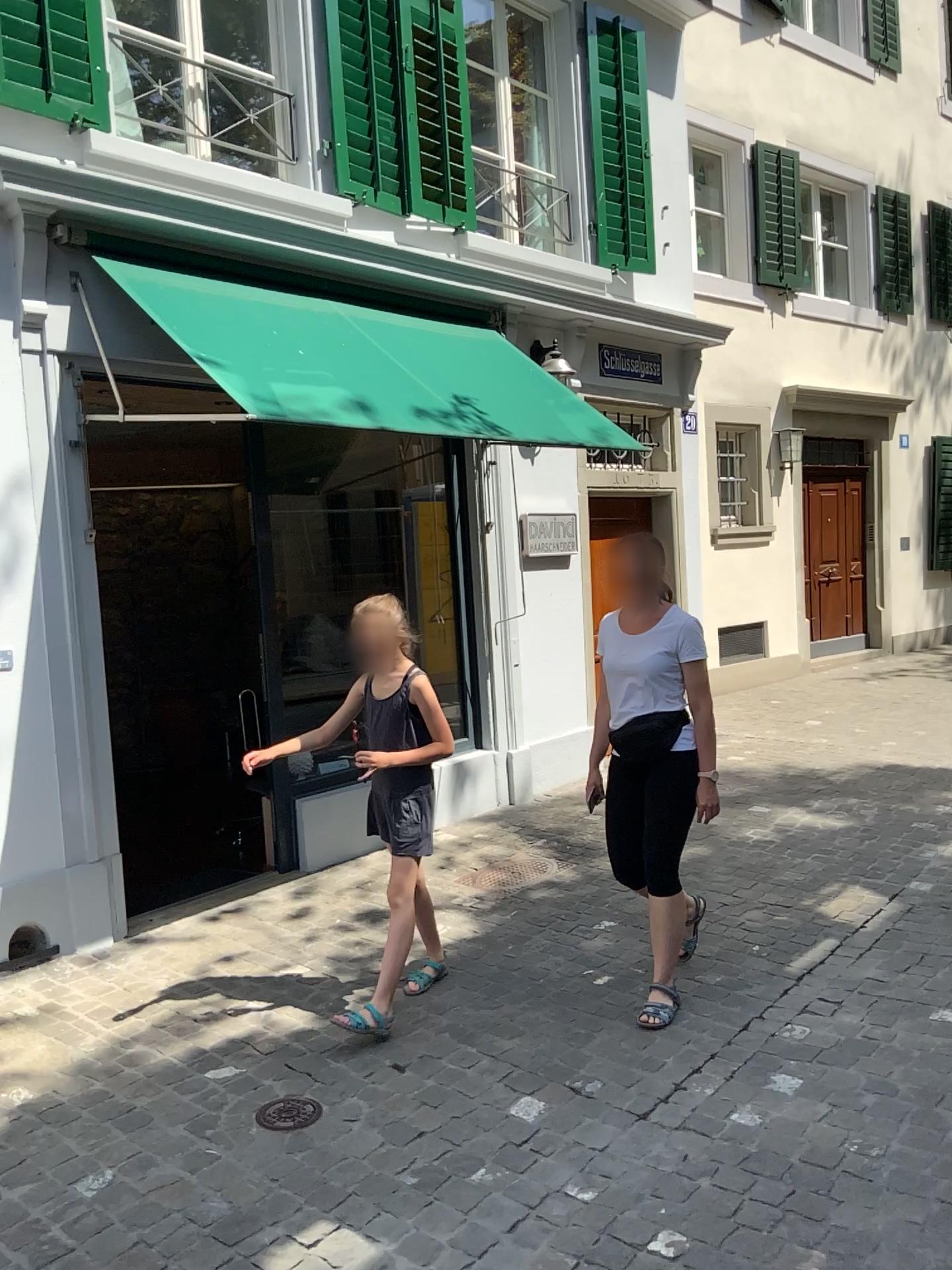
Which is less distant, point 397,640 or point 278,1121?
point 278,1121

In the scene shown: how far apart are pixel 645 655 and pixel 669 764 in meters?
0.4 m

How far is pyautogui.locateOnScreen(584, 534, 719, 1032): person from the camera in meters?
3.5 m

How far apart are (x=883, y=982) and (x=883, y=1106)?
0.9m

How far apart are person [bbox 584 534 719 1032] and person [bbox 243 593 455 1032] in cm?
61

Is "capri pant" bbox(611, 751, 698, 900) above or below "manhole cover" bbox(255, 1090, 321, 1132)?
above

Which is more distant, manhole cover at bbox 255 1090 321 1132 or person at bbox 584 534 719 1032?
person at bbox 584 534 719 1032

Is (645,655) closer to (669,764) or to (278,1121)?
(669,764)

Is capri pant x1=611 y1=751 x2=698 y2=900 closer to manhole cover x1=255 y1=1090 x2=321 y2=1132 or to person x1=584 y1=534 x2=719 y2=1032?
person x1=584 y1=534 x2=719 y2=1032

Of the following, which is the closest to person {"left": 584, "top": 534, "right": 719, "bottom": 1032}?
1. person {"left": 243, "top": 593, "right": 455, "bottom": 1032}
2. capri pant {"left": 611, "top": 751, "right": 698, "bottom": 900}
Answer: capri pant {"left": 611, "top": 751, "right": 698, "bottom": 900}
